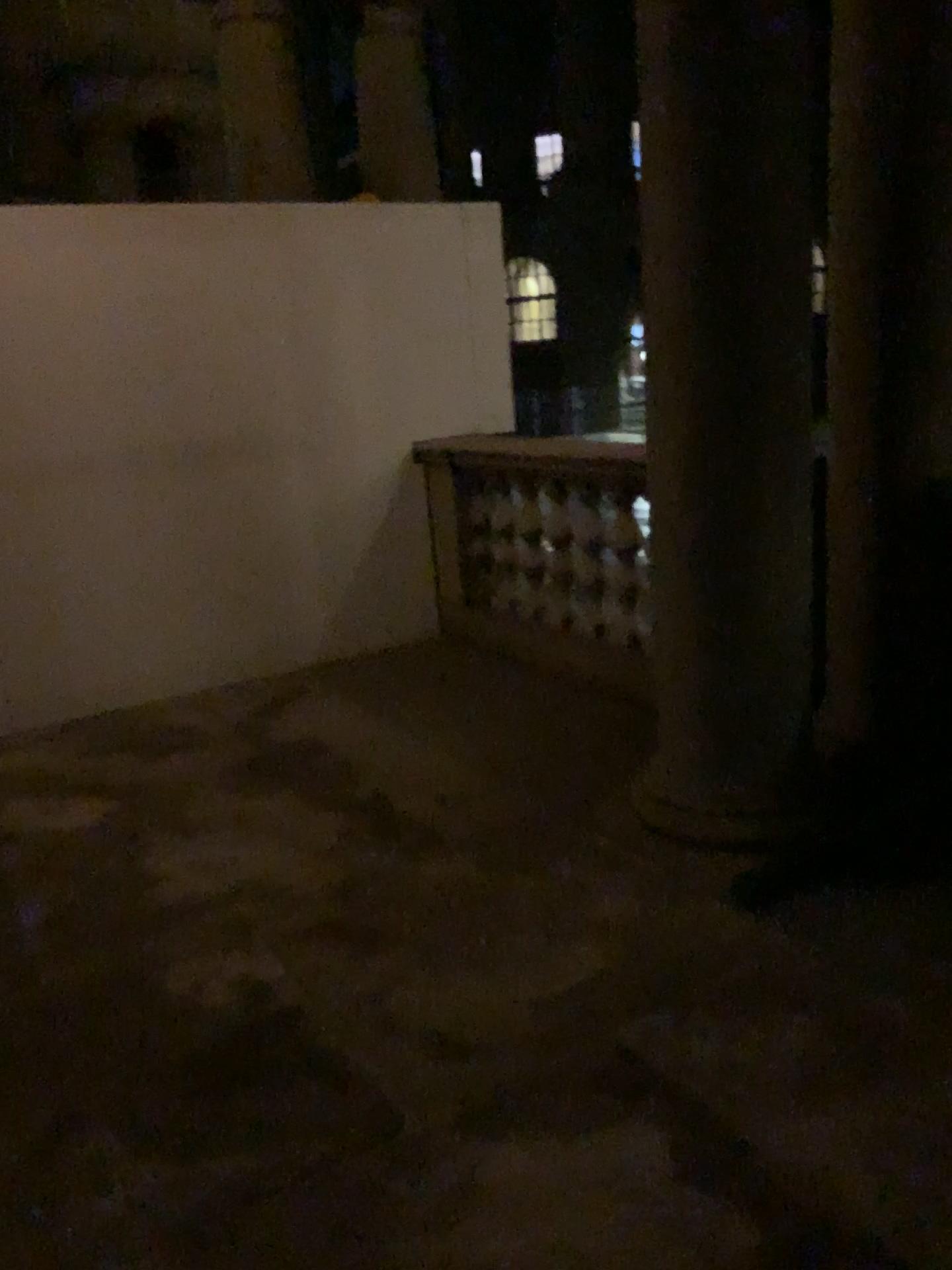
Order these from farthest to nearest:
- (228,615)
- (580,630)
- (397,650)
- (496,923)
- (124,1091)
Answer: (397,650) < (228,615) < (580,630) < (496,923) < (124,1091)
